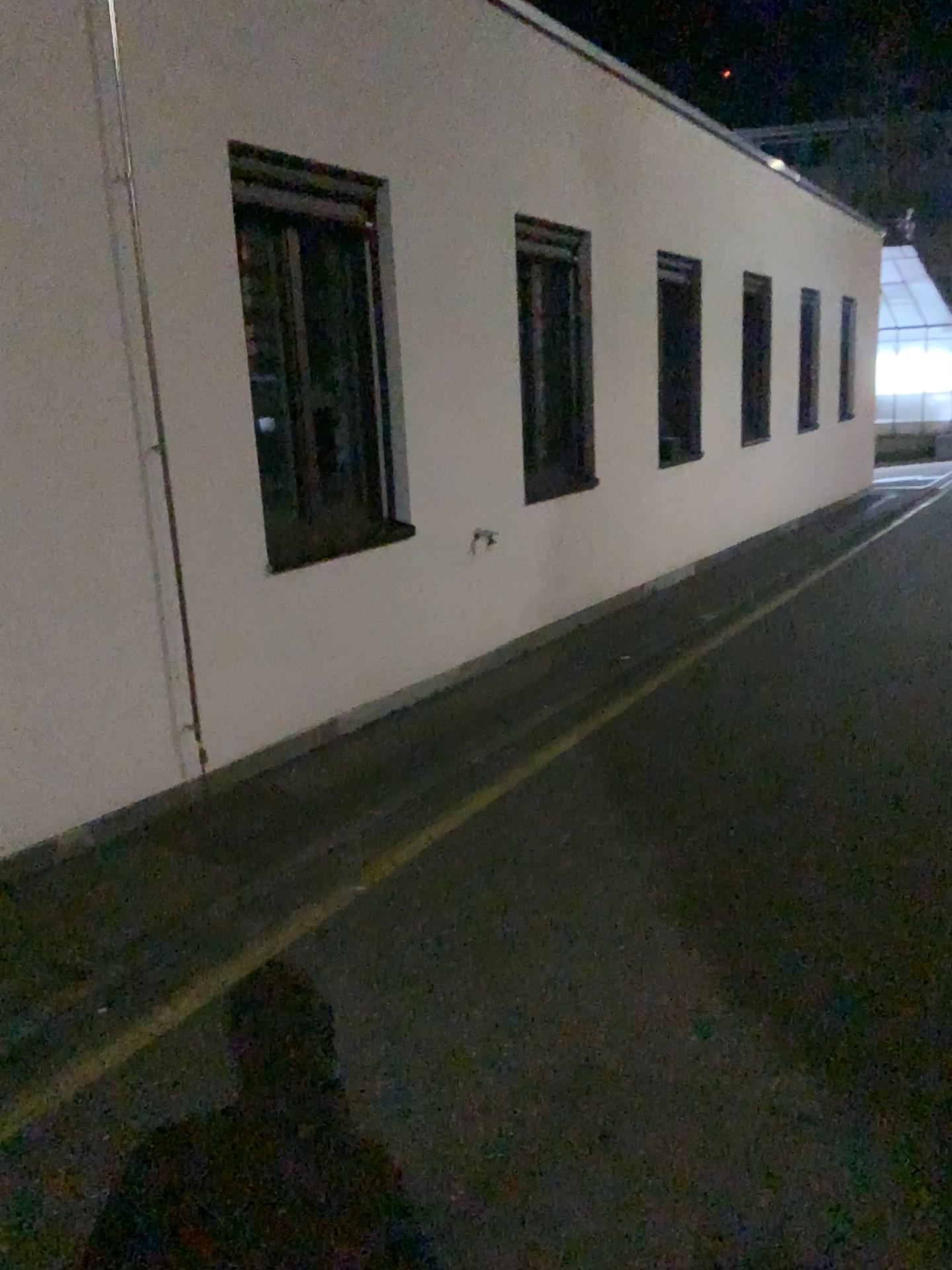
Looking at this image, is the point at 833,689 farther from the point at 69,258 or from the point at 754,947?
the point at 69,258
